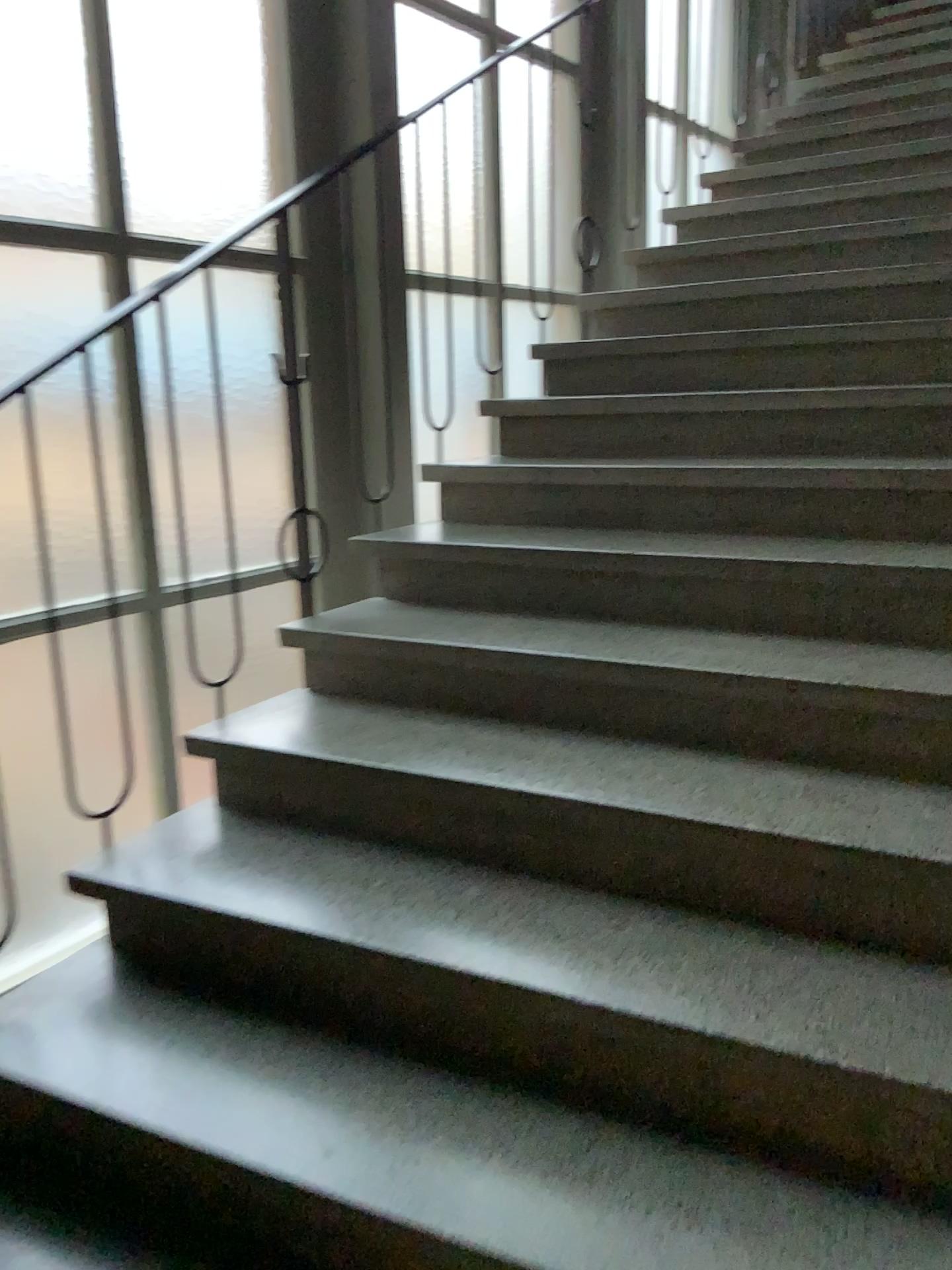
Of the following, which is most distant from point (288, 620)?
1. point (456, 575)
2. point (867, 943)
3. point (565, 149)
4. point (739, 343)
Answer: point (565, 149)
